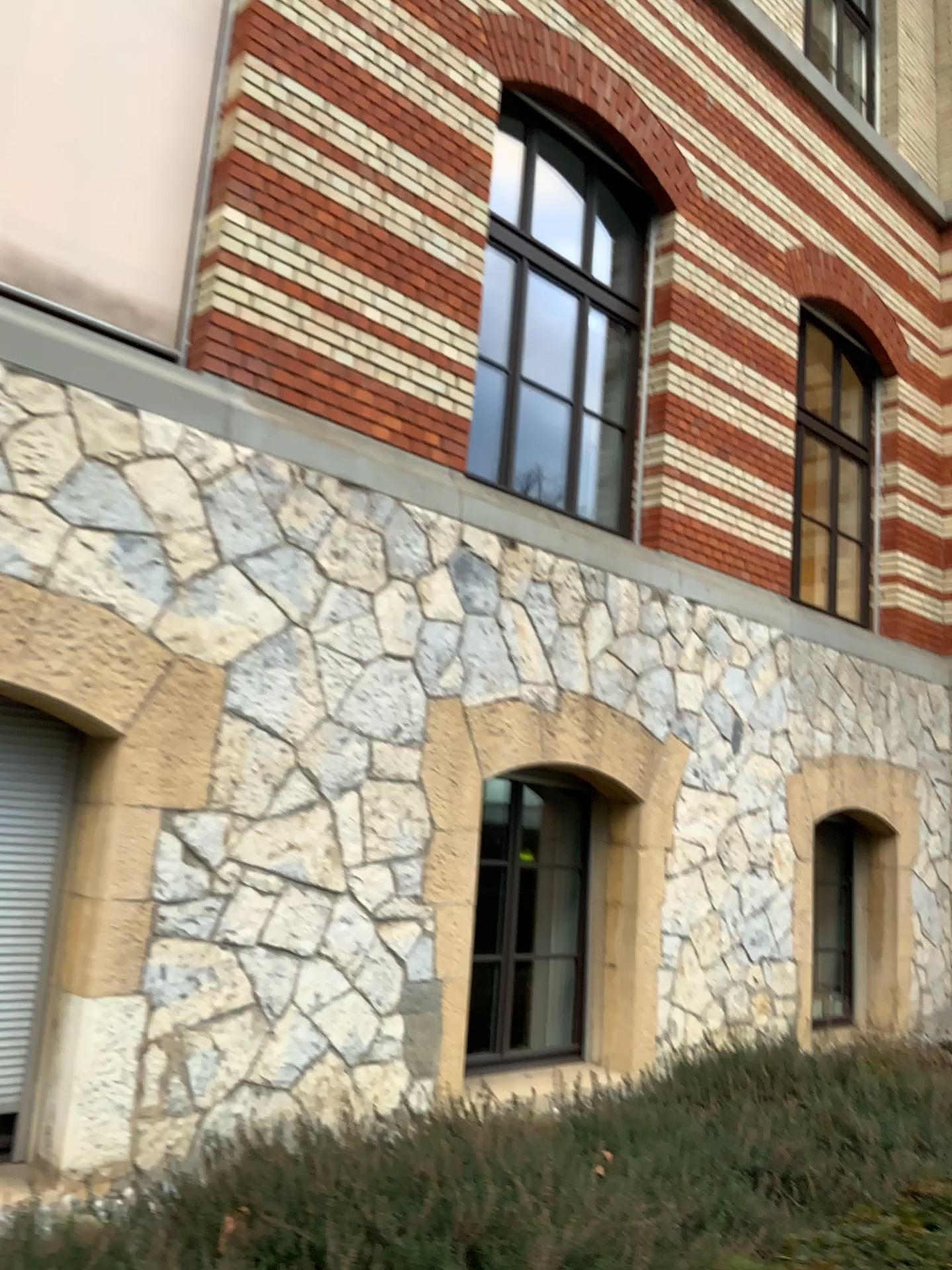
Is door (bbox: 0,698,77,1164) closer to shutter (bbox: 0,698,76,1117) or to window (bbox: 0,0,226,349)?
shutter (bbox: 0,698,76,1117)

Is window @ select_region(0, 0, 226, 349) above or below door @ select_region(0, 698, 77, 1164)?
above

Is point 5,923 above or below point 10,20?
below

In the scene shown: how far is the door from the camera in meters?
4.0

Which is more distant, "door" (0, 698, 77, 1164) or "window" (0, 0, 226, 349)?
"window" (0, 0, 226, 349)

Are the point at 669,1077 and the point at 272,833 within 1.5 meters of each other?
no

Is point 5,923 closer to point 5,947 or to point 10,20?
point 5,947

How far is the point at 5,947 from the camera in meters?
4.0

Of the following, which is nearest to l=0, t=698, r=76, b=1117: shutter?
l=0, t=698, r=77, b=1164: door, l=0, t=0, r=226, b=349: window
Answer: l=0, t=698, r=77, b=1164: door
